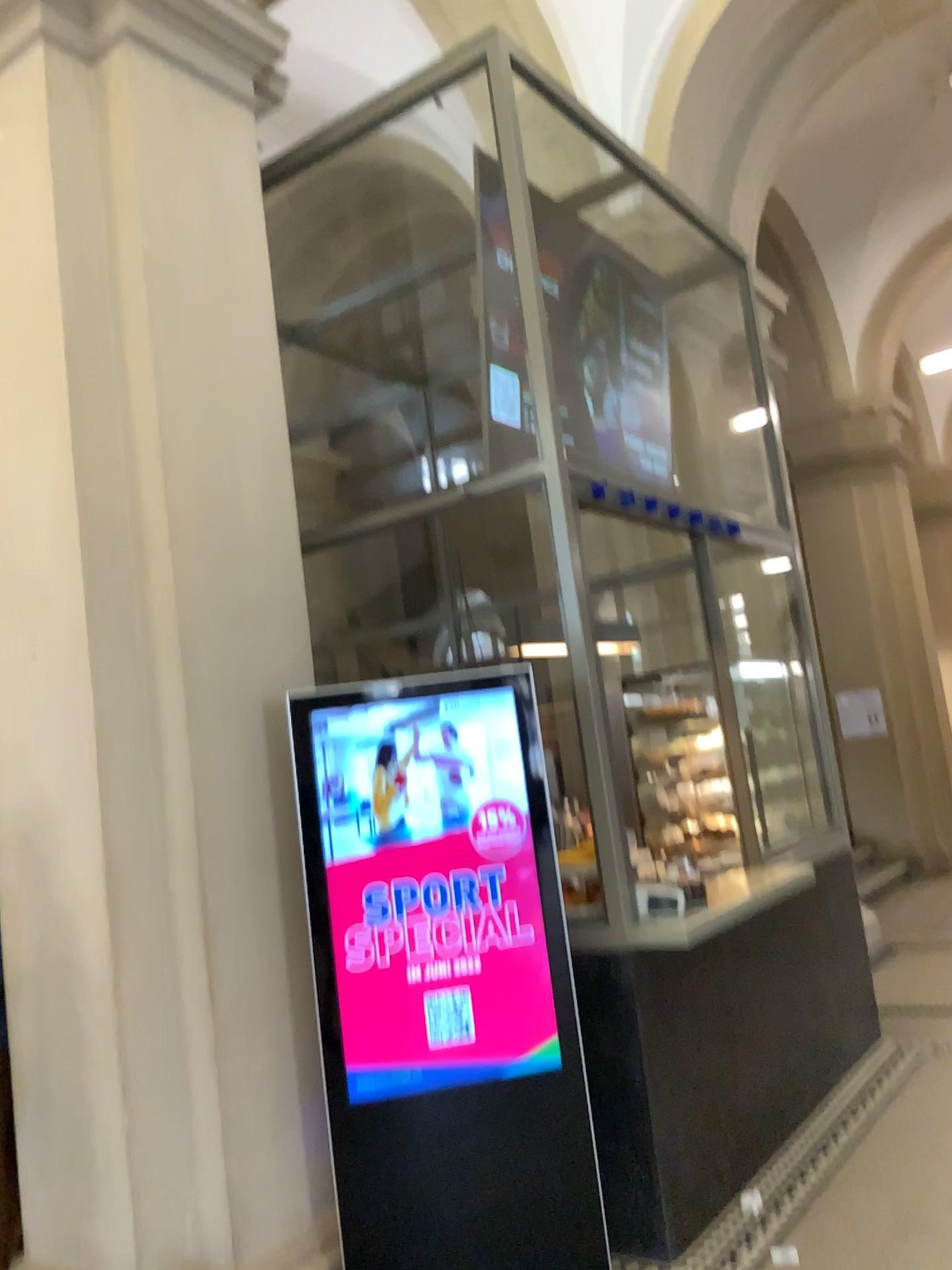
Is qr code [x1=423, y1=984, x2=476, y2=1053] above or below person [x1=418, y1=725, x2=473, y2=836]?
below

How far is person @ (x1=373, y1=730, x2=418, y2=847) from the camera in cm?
314

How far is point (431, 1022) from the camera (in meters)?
3.08

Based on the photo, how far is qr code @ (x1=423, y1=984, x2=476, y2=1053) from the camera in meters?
3.1

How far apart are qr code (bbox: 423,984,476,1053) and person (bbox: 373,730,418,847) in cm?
48

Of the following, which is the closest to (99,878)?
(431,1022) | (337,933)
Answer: (337,933)

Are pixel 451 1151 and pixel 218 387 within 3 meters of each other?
yes

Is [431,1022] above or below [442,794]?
below

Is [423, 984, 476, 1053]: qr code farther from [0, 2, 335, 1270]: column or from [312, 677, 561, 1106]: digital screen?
[0, 2, 335, 1270]: column

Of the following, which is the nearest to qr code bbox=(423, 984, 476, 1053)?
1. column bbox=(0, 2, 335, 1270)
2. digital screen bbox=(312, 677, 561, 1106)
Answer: digital screen bbox=(312, 677, 561, 1106)
